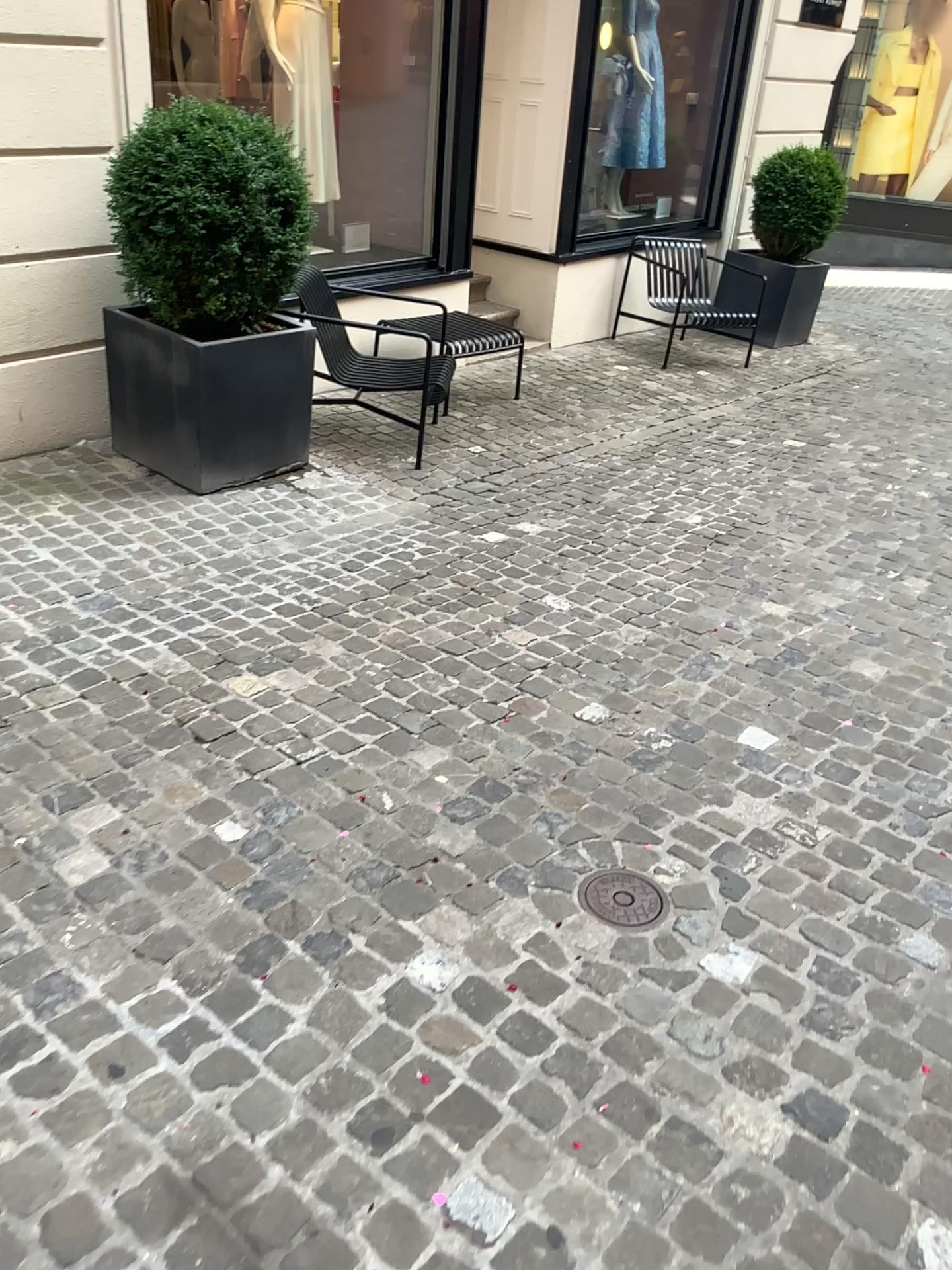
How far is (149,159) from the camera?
3.79m

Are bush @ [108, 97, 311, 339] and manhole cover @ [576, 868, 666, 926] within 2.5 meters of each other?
no

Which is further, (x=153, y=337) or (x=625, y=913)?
(x=153, y=337)

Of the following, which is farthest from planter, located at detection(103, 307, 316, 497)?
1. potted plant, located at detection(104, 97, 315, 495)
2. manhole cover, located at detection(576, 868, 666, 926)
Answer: manhole cover, located at detection(576, 868, 666, 926)

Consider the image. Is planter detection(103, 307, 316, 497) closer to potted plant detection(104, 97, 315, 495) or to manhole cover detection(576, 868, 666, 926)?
potted plant detection(104, 97, 315, 495)

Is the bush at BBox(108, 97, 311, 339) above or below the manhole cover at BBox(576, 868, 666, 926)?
above

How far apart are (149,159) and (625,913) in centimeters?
316cm

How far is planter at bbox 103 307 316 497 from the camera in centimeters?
406cm

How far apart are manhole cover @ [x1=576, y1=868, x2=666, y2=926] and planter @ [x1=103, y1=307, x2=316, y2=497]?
2.7 meters

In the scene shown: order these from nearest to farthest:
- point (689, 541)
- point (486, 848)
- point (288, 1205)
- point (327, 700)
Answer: point (288, 1205)
point (486, 848)
point (327, 700)
point (689, 541)
